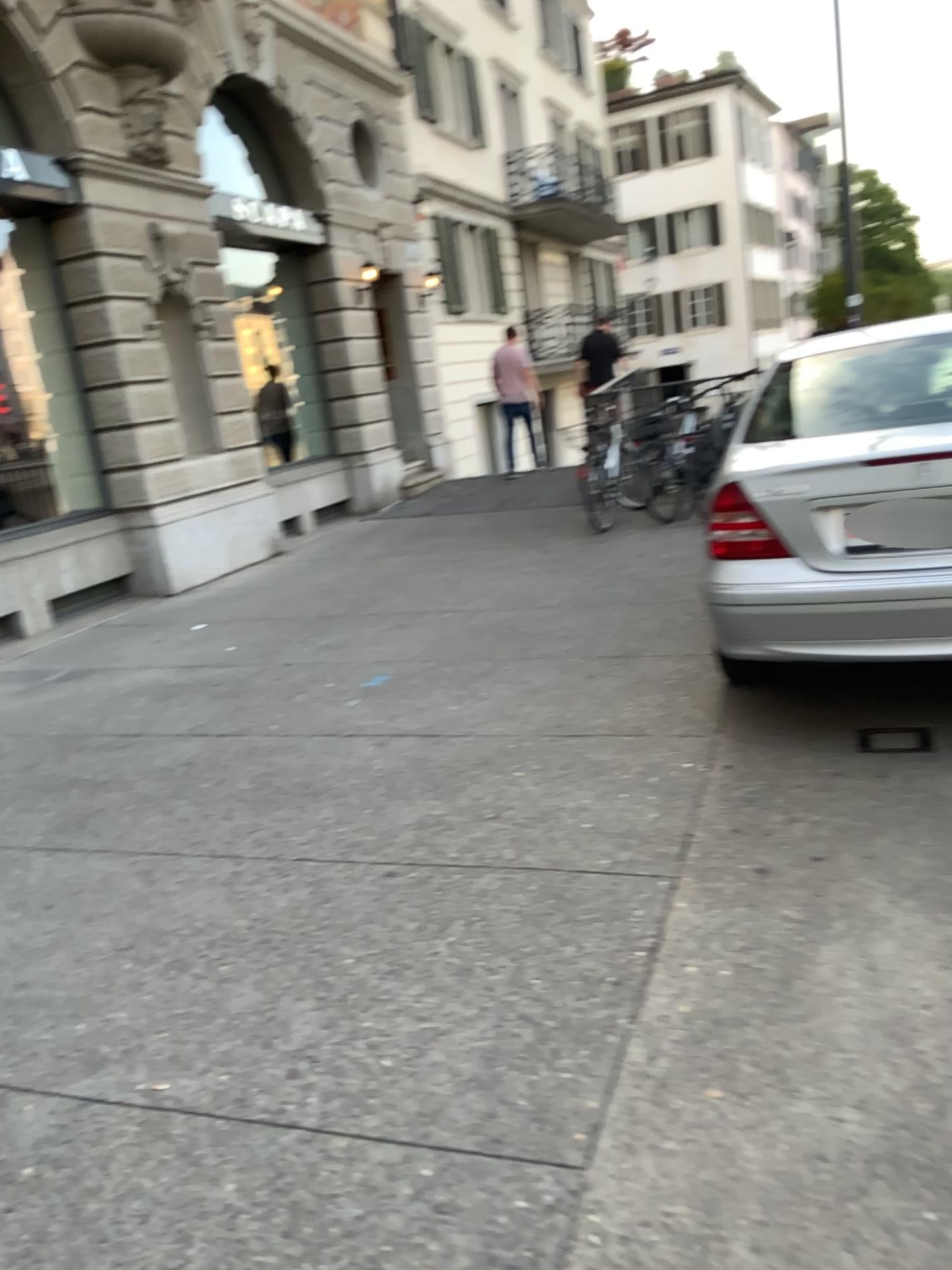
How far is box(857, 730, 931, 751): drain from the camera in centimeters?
373cm

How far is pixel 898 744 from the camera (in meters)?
3.74

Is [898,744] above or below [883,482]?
below

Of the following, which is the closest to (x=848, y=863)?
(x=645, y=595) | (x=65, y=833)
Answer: (x=65, y=833)

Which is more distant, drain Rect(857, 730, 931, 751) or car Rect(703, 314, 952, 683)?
drain Rect(857, 730, 931, 751)

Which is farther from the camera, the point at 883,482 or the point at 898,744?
the point at 898,744

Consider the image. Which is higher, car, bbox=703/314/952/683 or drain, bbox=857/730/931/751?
car, bbox=703/314/952/683
